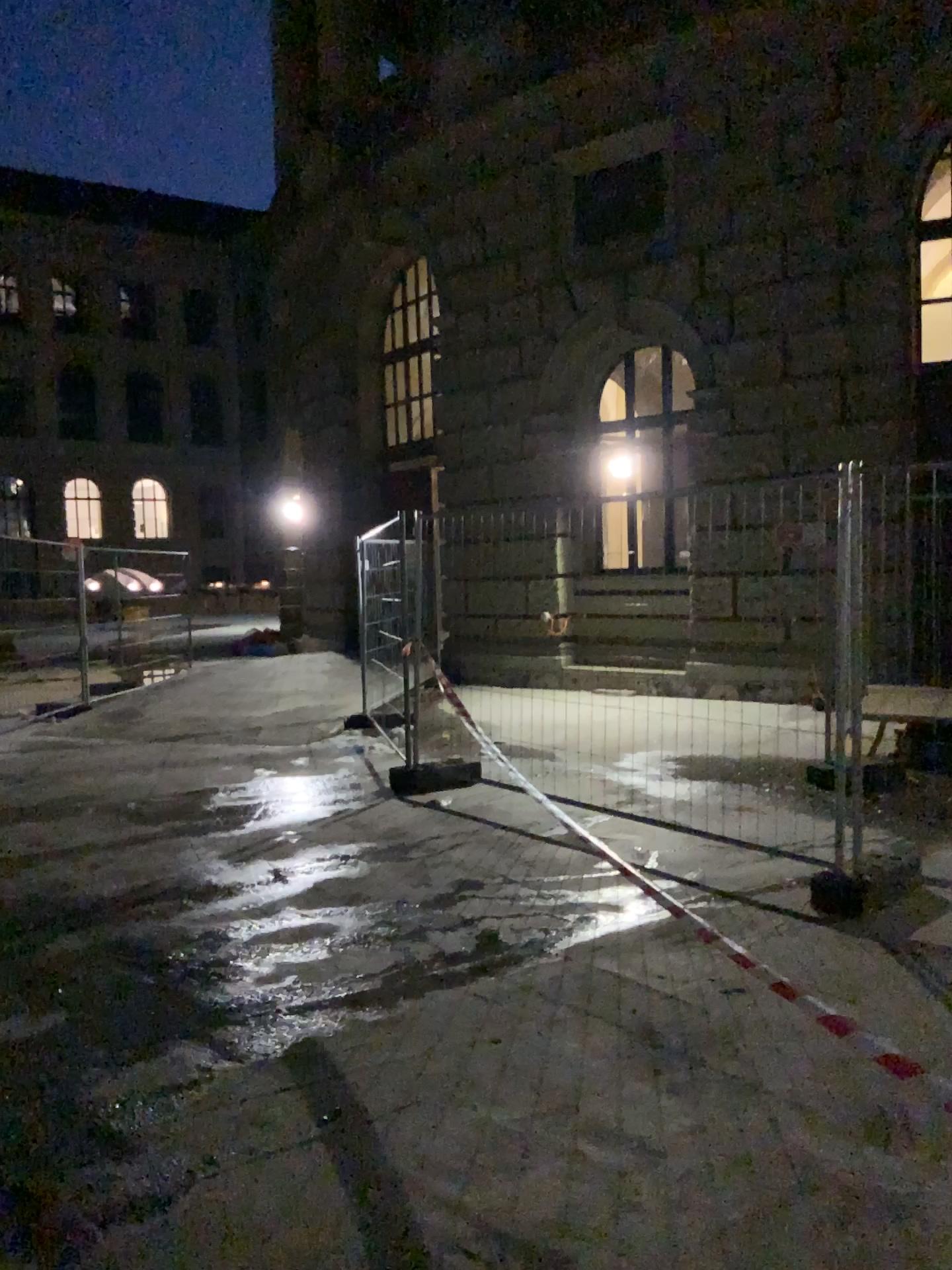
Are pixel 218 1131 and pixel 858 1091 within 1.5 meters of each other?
no
